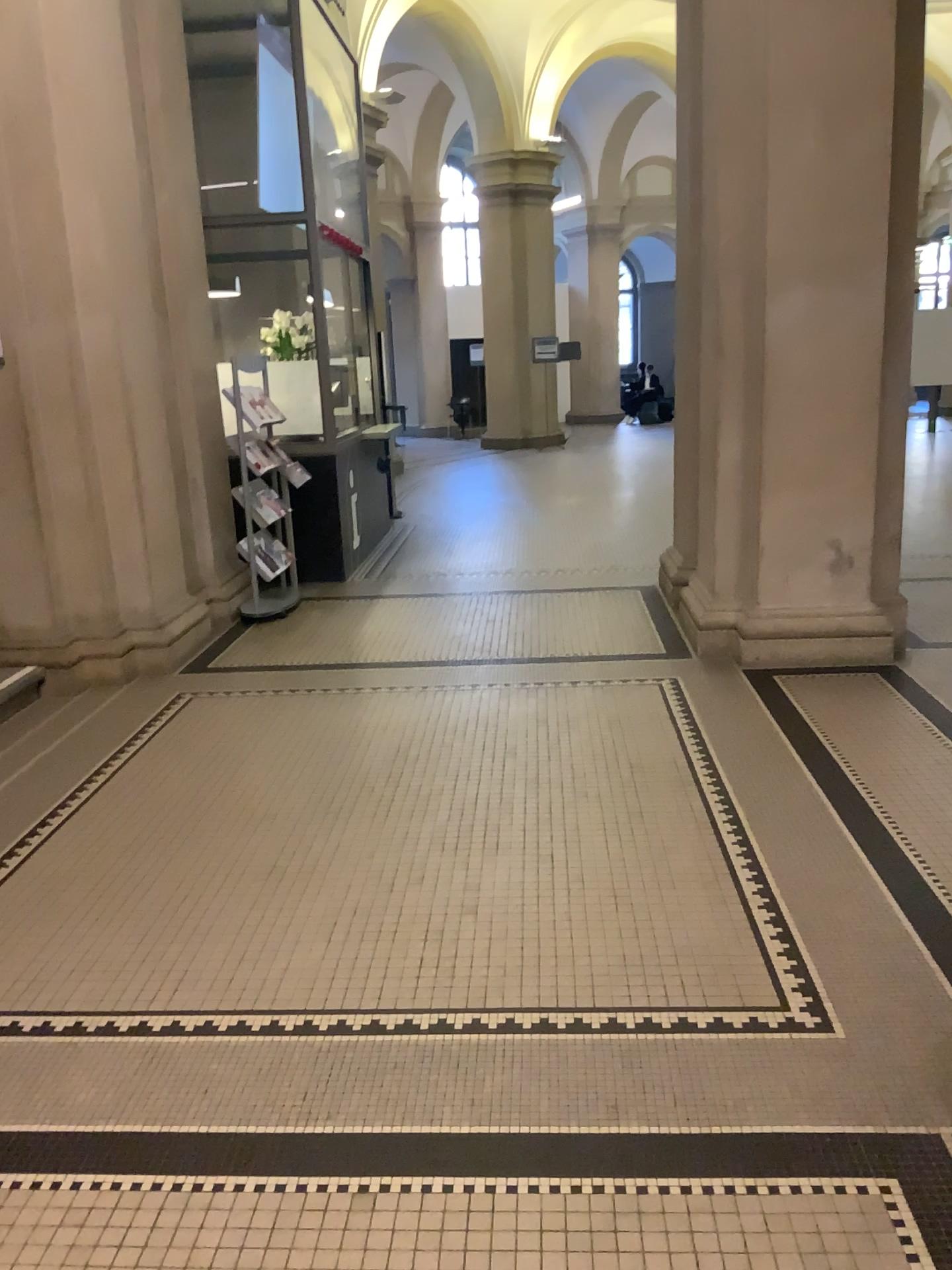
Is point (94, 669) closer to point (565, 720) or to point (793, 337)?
point (565, 720)
